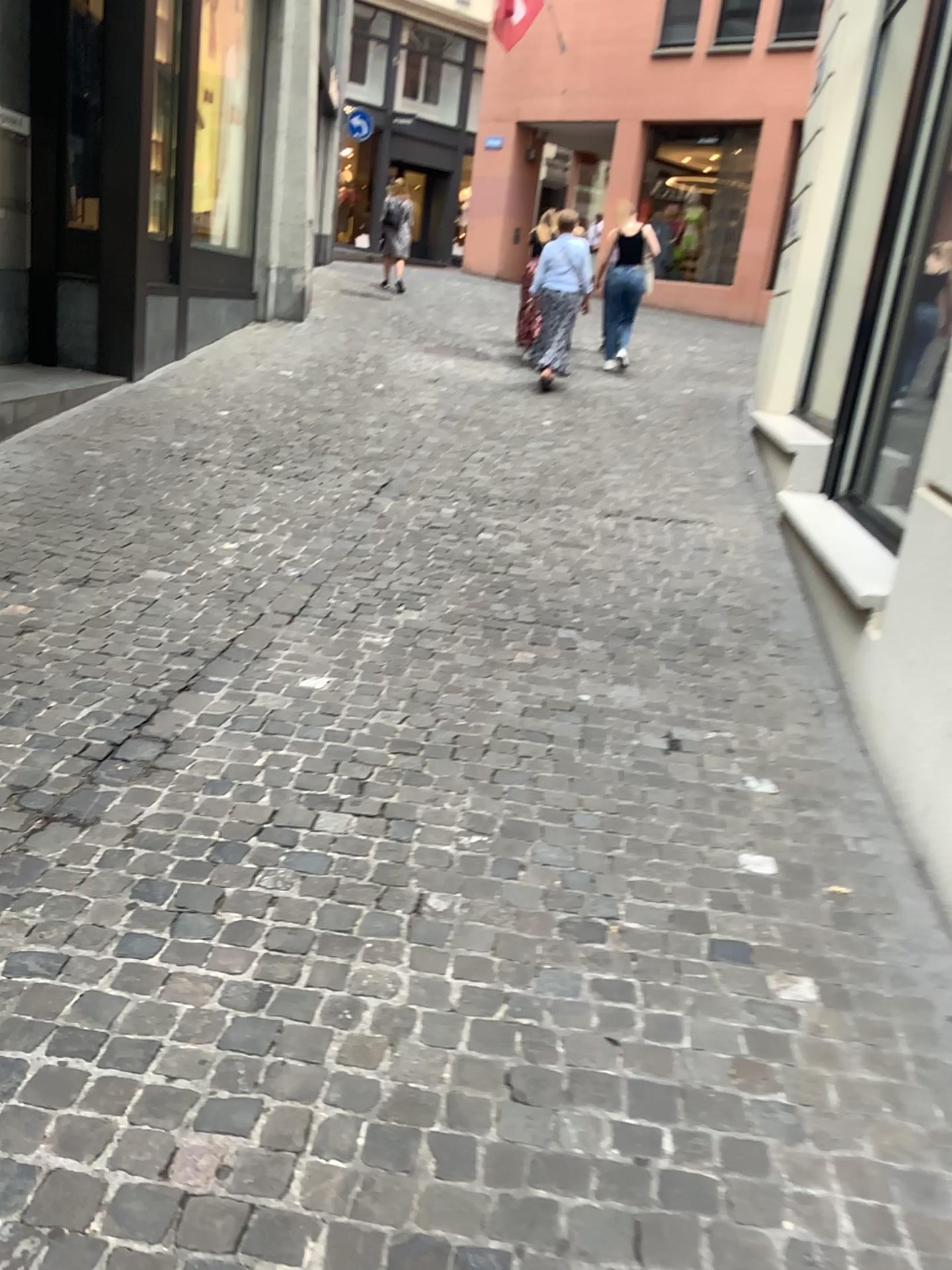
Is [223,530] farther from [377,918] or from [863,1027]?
[863,1027]
